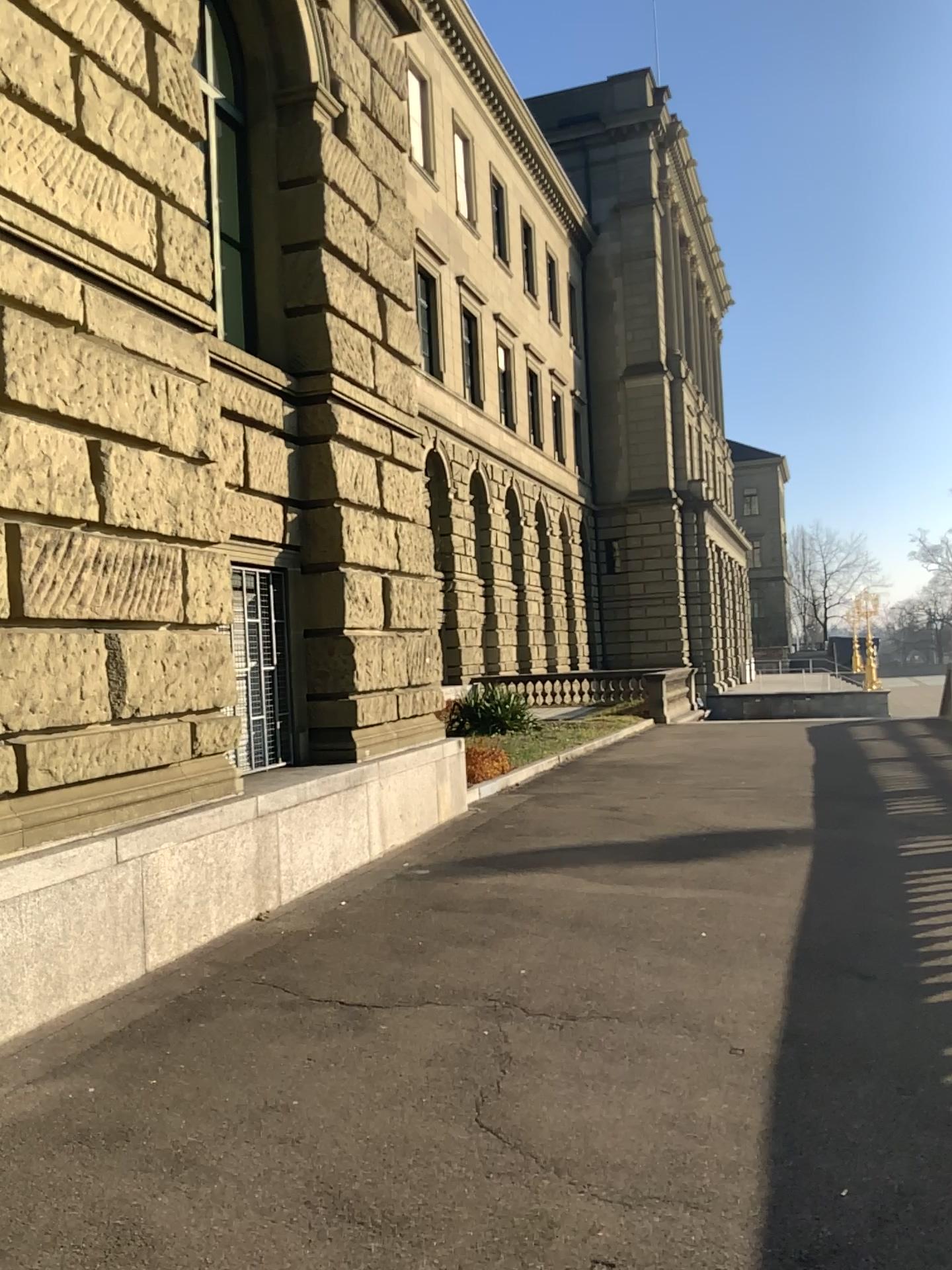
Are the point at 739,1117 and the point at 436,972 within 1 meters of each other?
no
